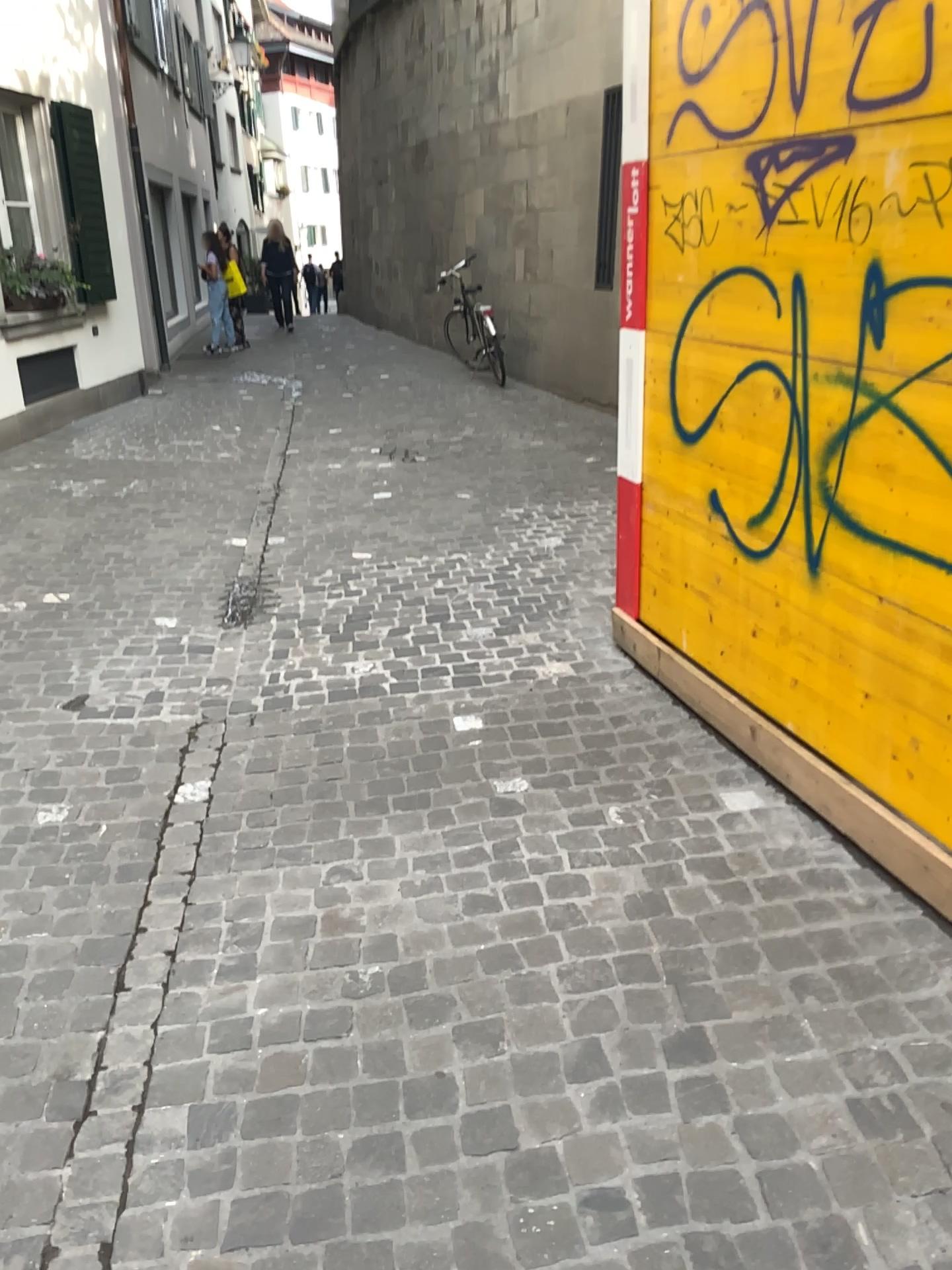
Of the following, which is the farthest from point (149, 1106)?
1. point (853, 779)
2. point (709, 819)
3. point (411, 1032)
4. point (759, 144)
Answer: point (759, 144)
